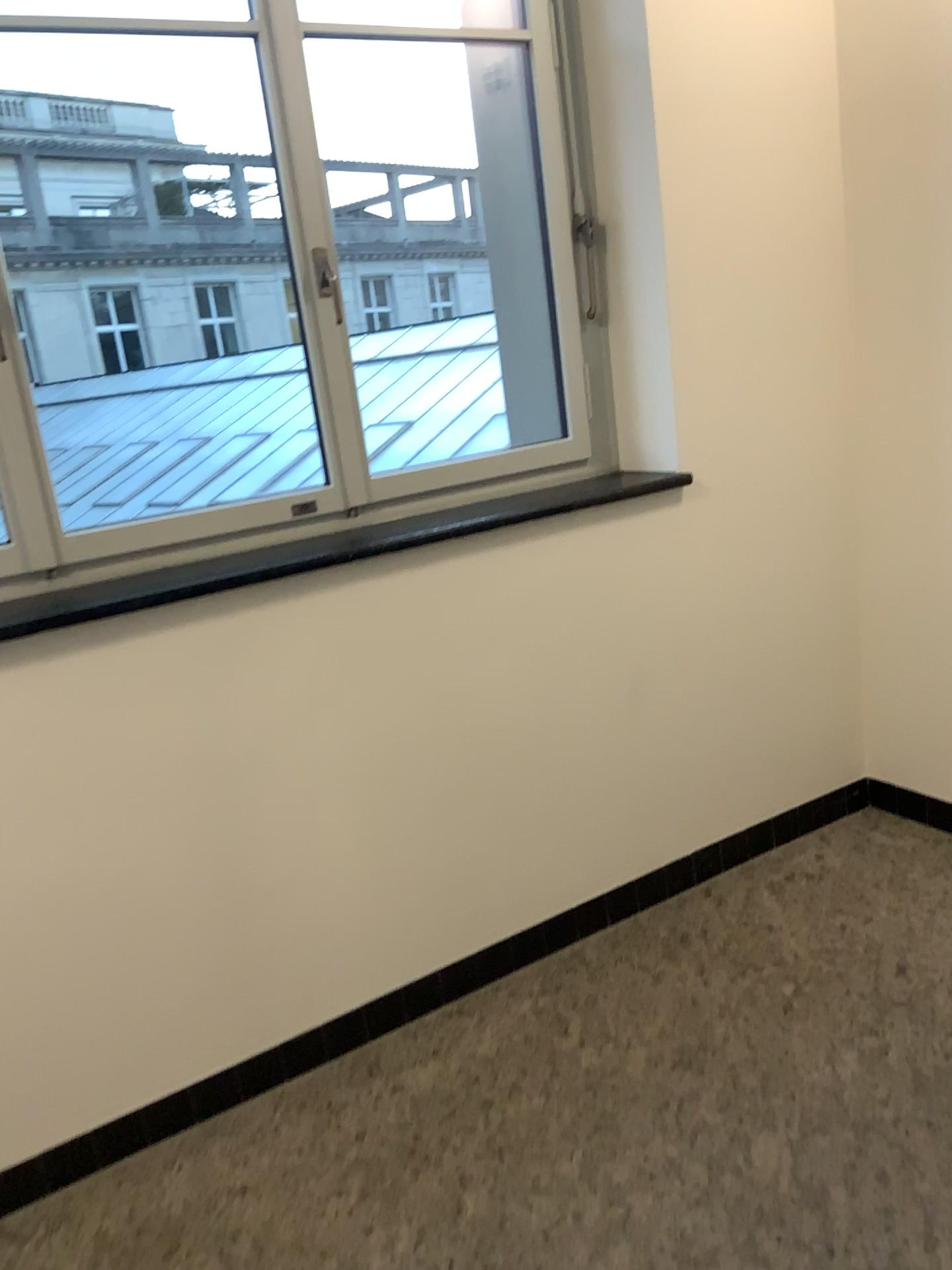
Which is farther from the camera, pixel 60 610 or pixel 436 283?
pixel 436 283

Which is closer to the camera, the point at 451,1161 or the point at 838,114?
the point at 451,1161

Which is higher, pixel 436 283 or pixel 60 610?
pixel 436 283

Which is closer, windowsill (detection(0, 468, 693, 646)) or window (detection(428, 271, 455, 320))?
windowsill (detection(0, 468, 693, 646))

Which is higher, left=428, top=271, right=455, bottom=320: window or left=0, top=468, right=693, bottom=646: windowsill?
left=428, top=271, right=455, bottom=320: window
